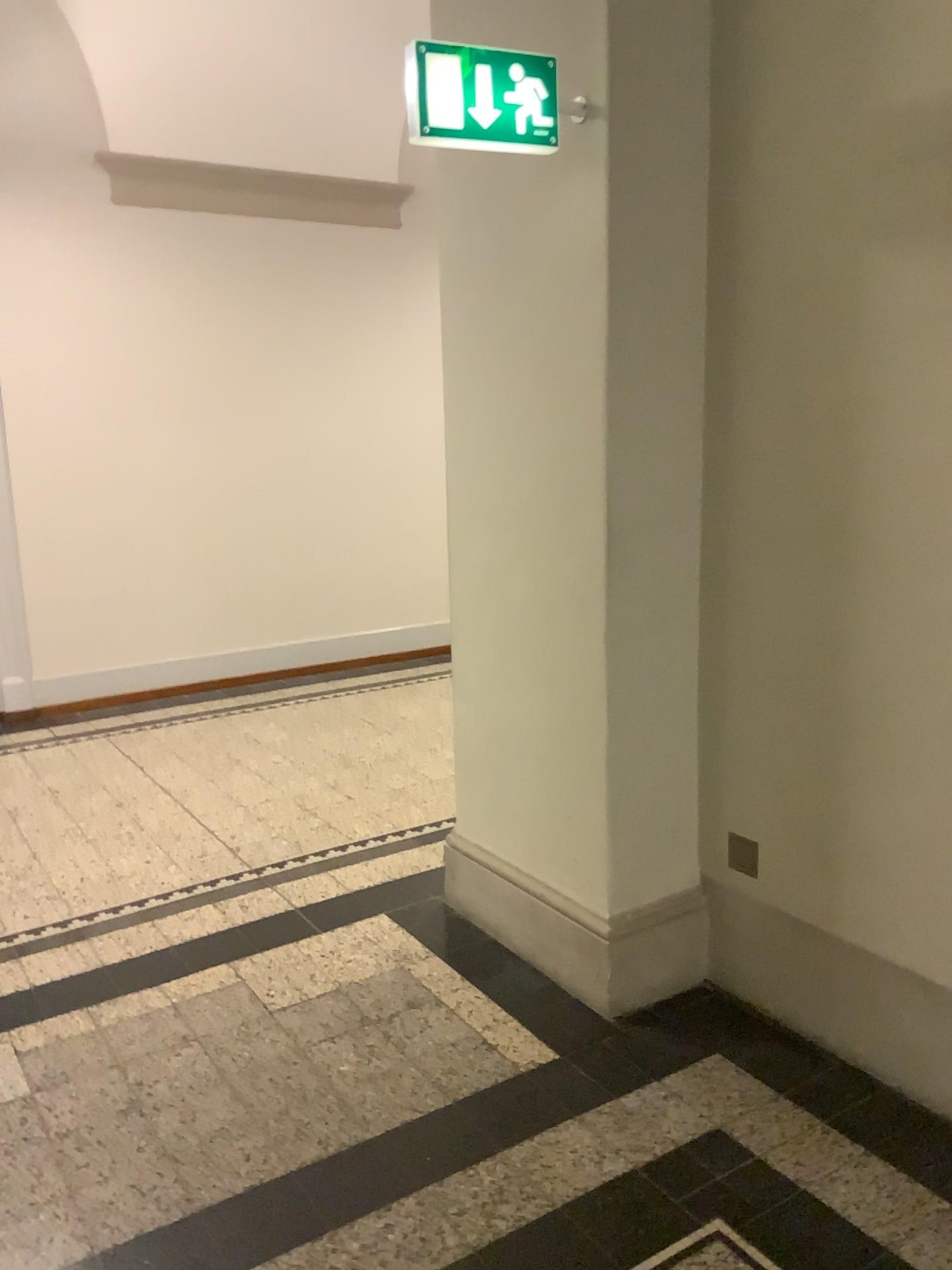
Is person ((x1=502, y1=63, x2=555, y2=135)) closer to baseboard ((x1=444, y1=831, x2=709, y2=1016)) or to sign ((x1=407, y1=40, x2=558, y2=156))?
sign ((x1=407, y1=40, x2=558, y2=156))

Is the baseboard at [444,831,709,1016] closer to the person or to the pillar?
the pillar

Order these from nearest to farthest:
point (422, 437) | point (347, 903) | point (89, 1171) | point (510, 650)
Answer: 1. point (89, 1171)
2. point (510, 650)
3. point (347, 903)
4. point (422, 437)

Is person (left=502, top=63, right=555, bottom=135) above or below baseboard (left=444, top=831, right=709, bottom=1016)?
above

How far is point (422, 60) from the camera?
Result: 2.3 meters

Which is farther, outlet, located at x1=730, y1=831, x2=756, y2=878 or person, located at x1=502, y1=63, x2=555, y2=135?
outlet, located at x1=730, y1=831, x2=756, y2=878

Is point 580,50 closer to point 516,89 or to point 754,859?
point 516,89

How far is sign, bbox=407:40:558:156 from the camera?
2.3m

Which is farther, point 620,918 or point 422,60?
point 620,918

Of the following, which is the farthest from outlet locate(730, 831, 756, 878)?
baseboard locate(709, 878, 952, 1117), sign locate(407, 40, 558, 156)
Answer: sign locate(407, 40, 558, 156)
